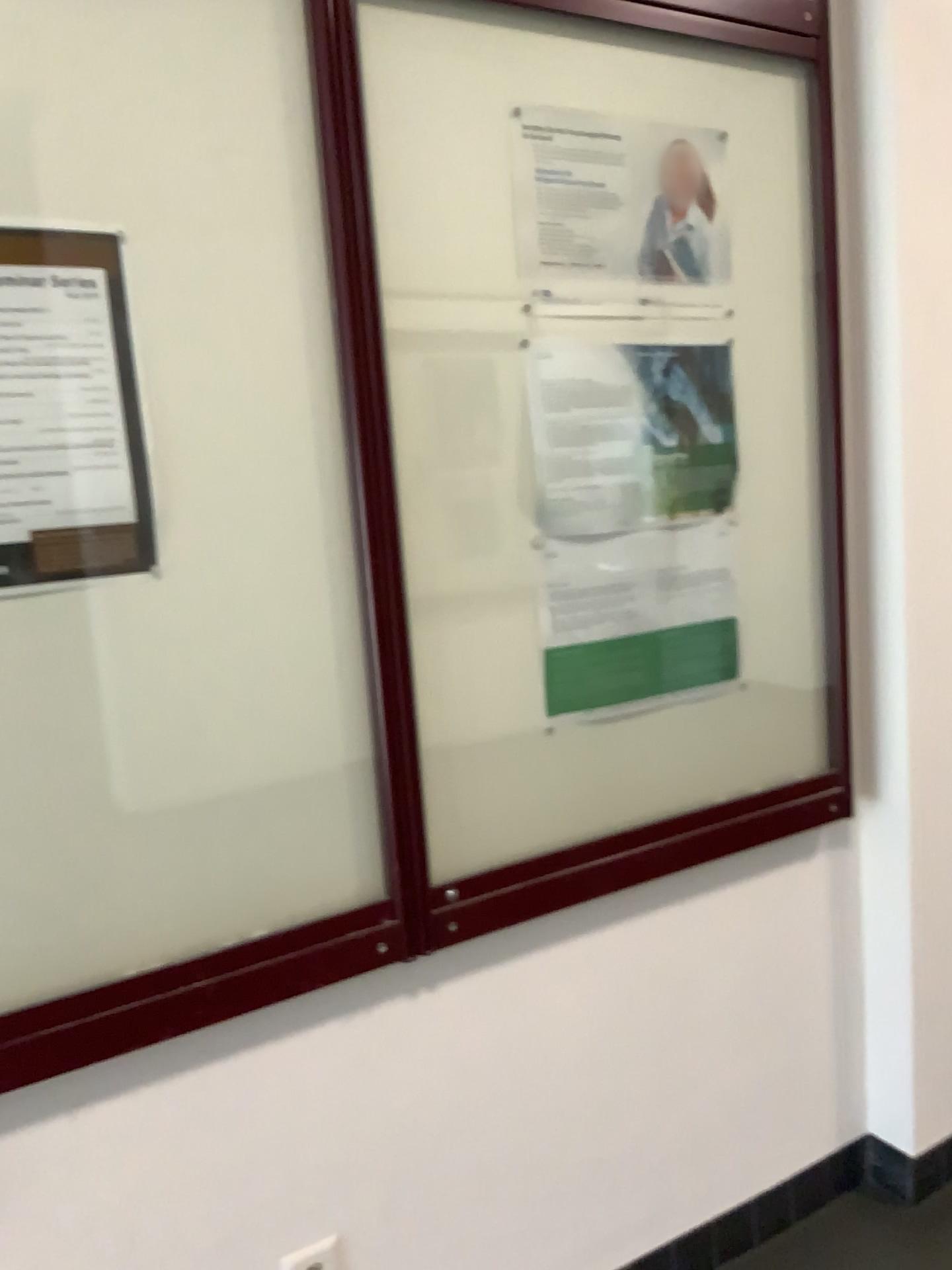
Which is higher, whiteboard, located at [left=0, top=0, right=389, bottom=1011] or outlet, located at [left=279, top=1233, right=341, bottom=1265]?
whiteboard, located at [left=0, top=0, right=389, bottom=1011]

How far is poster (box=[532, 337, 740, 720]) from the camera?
1.63m

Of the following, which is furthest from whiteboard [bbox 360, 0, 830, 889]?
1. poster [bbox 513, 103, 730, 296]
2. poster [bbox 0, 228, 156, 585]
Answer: poster [bbox 0, 228, 156, 585]

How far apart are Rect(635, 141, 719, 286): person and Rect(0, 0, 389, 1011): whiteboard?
0.55m

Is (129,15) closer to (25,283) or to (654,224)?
(25,283)

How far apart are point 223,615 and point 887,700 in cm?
124

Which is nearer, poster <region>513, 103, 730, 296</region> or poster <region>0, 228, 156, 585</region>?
poster <region>0, 228, 156, 585</region>

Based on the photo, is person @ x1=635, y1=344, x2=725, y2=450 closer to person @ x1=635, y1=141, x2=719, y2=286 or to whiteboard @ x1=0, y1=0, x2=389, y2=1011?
person @ x1=635, y1=141, x2=719, y2=286

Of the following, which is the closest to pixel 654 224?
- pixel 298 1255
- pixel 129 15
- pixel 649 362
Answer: pixel 649 362

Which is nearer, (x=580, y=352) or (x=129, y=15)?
(x=129, y=15)
